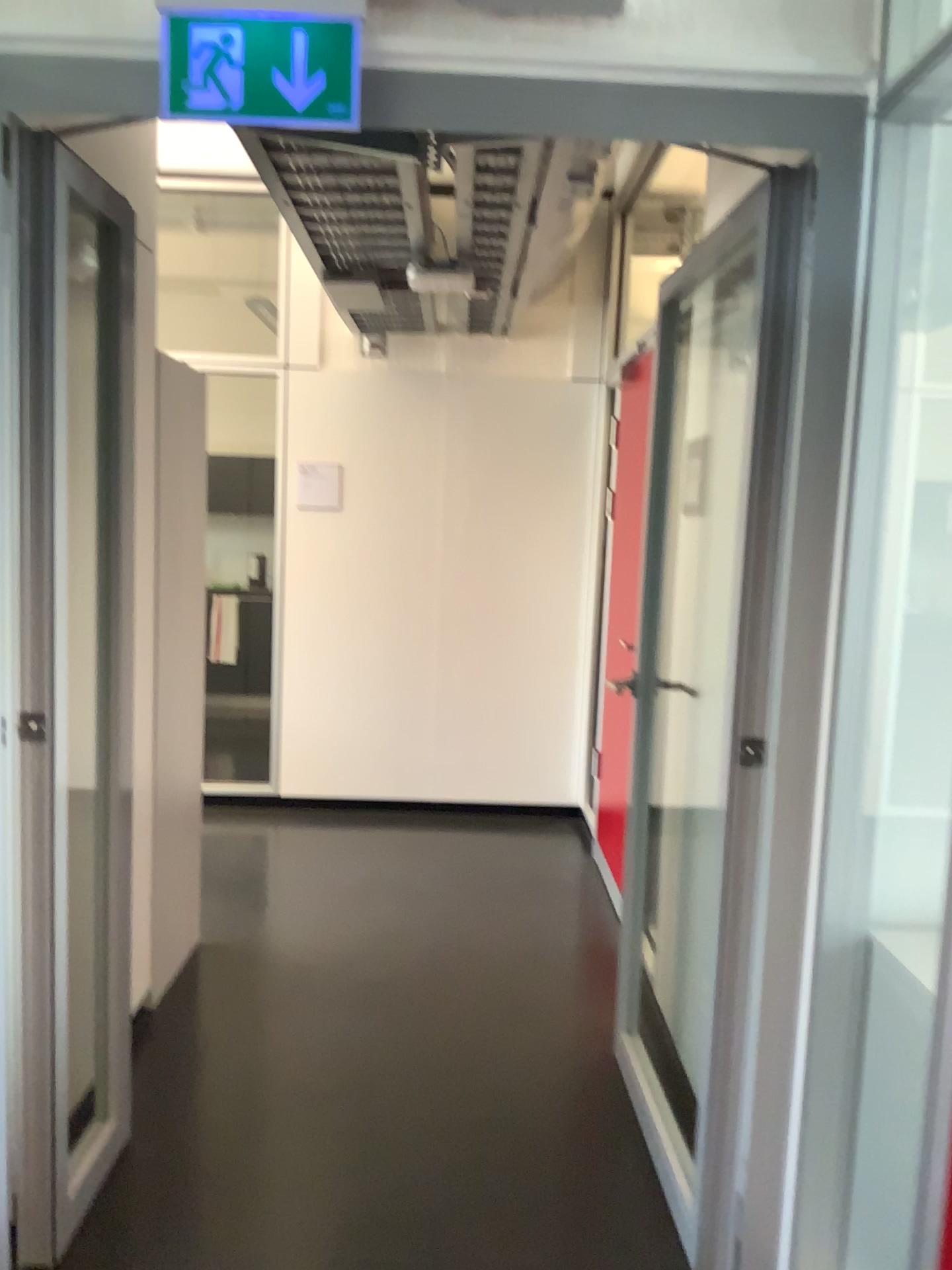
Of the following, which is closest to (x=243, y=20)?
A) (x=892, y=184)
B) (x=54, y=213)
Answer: (x=54, y=213)

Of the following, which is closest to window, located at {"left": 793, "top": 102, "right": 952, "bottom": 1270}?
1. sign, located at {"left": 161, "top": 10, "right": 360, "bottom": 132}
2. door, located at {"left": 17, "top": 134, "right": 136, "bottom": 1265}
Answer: sign, located at {"left": 161, "top": 10, "right": 360, "bottom": 132}

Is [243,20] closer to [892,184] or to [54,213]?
[54,213]

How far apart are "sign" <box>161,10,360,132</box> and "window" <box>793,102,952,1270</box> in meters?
0.9 m

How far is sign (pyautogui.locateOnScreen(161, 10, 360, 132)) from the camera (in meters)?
1.63

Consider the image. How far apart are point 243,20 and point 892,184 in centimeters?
106cm

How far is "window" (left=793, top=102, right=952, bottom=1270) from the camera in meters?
1.7

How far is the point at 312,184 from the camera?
2.5 meters

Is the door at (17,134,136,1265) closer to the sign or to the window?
the sign
